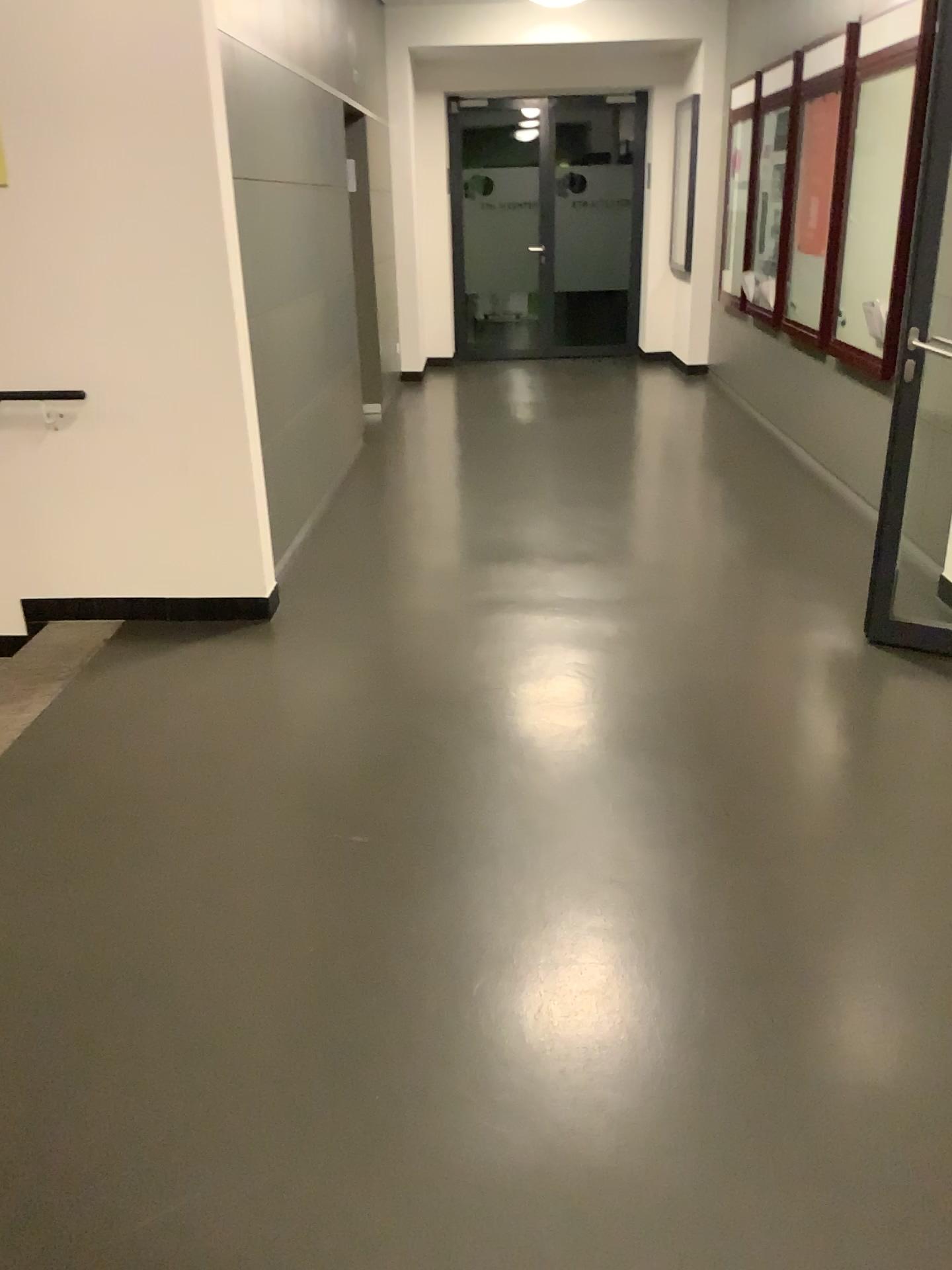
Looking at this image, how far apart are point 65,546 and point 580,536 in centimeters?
227cm
